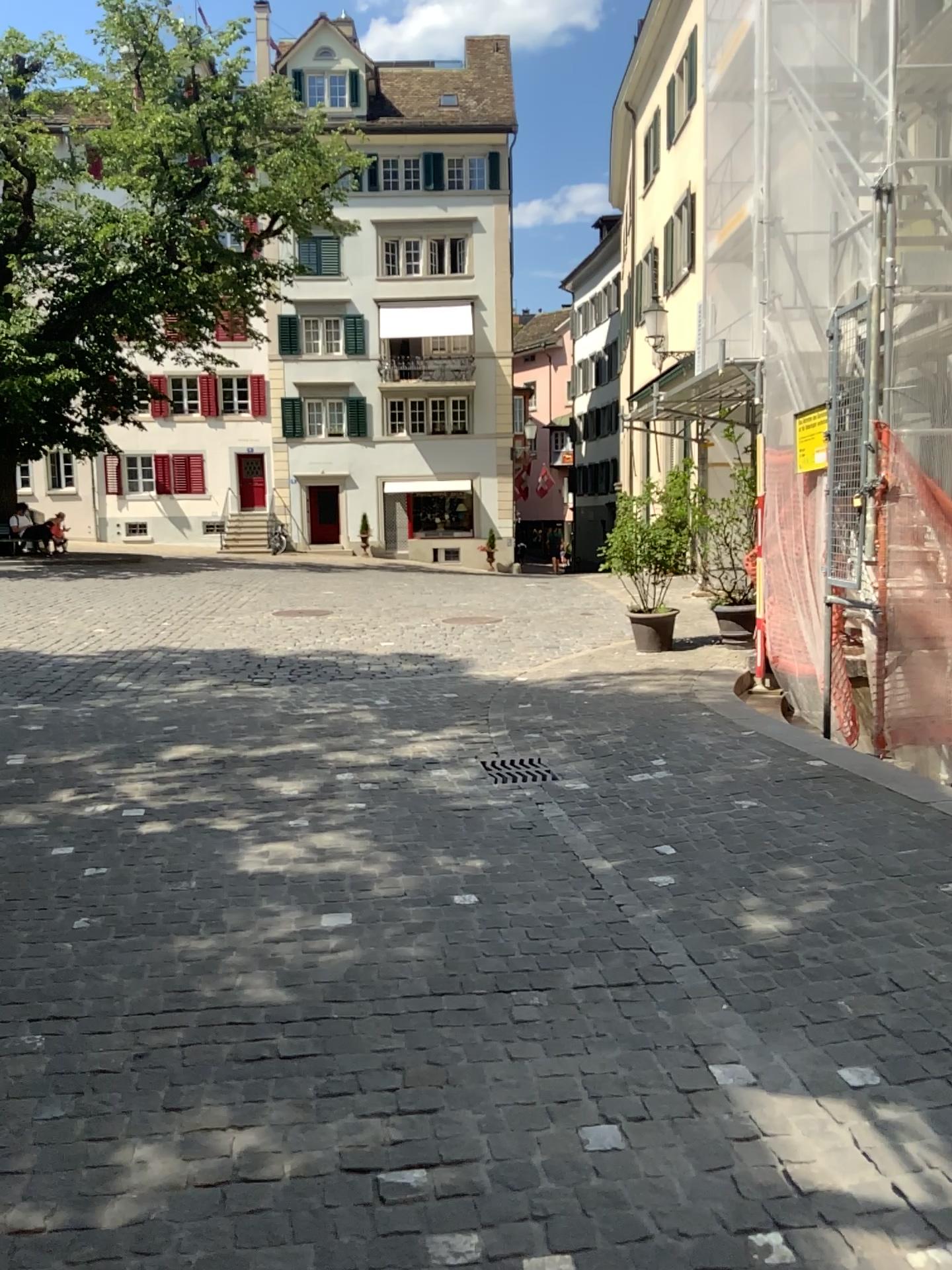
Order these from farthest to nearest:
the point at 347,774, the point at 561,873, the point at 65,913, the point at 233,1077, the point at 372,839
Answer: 1. the point at 347,774
2. the point at 372,839
3. the point at 561,873
4. the point at 65,913
5. the point at 233,1077
